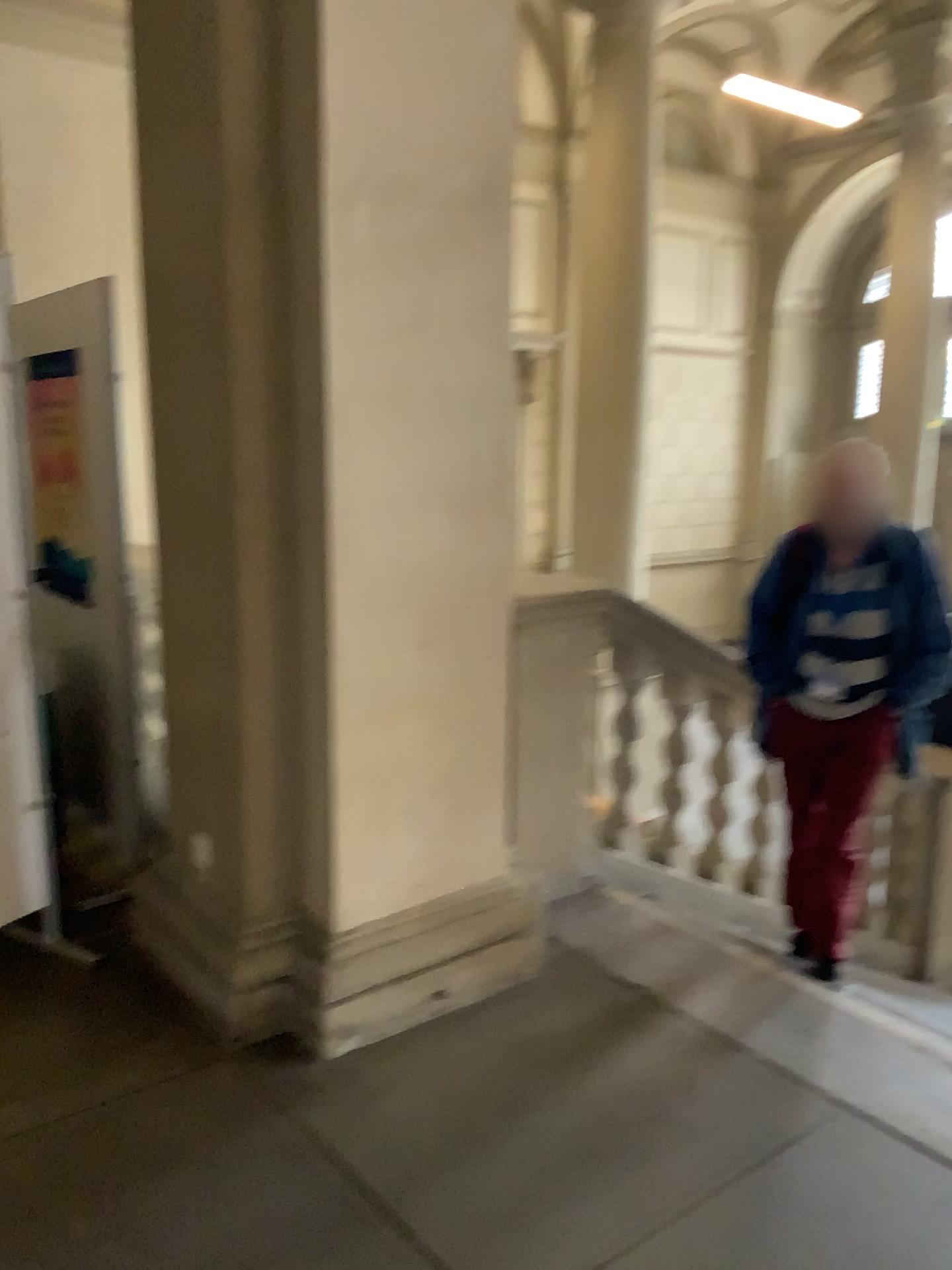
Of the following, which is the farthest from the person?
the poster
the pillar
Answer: the poster

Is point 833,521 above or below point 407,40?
below

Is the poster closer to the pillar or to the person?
the pillar

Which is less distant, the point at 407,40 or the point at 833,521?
the point at 407,40

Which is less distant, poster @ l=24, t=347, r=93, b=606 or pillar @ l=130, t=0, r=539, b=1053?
pillar @ l=130, t=0, r=539, b=1053

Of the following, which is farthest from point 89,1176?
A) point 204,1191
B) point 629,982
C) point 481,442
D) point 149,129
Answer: point 149,129

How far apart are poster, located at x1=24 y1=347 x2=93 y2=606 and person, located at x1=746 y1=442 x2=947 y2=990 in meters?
2.2 m

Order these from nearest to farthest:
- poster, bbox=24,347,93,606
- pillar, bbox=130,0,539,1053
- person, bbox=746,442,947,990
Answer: pillar, bbox=130,0,539,1053 → person, bbox=746,442,947,990 → poster, bbox=24,347,93,606

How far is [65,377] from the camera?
3.4m

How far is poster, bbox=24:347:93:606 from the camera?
3.4 meters
